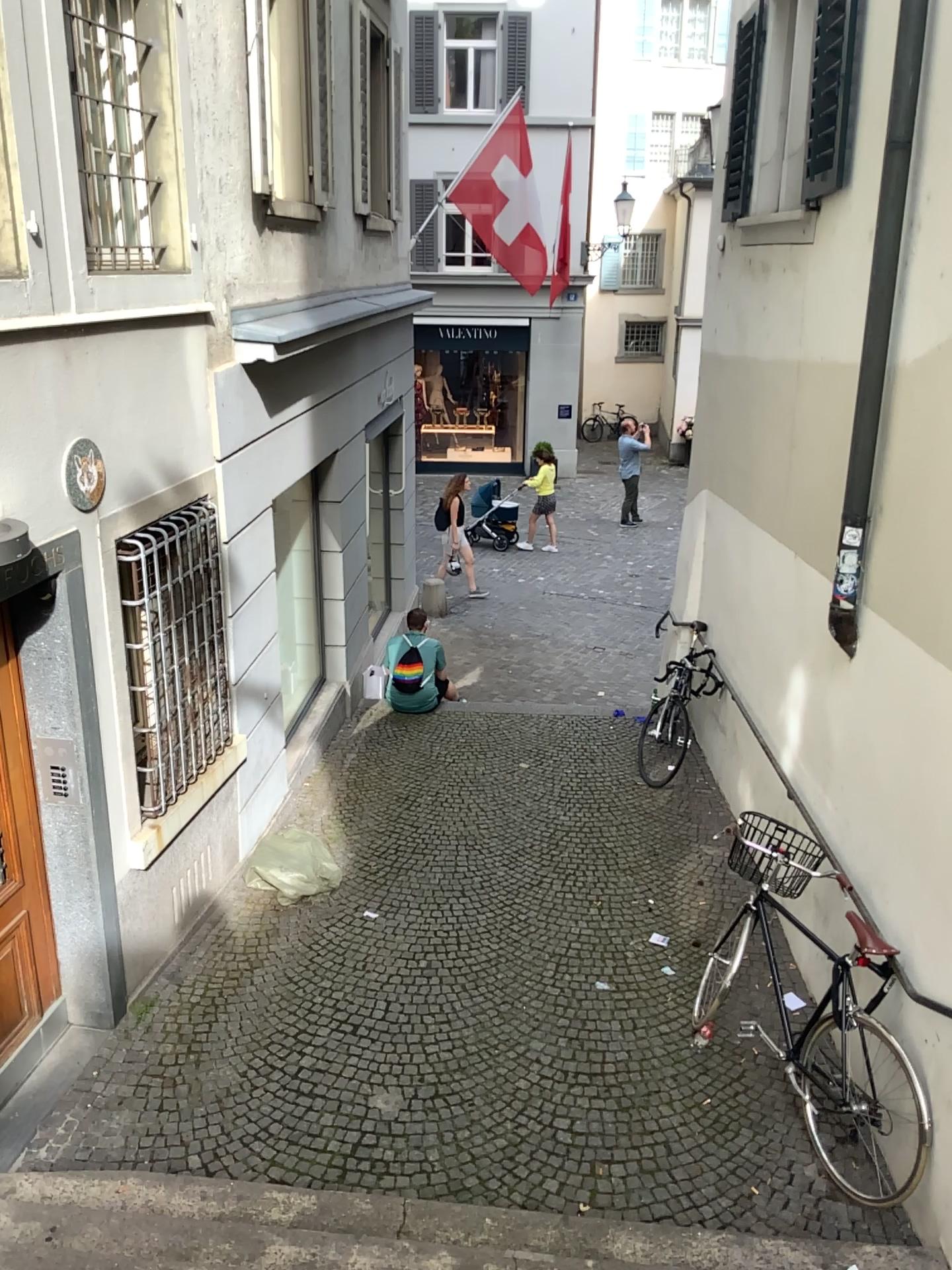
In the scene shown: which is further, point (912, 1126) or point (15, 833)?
point (15, 833)

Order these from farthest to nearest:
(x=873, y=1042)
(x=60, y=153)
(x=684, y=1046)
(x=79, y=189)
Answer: (x=684, y=1046), (x=79, y=189), (x=873, y=1042), (x=60, y=153)

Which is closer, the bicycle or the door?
the bicycle

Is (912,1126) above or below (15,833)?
below
